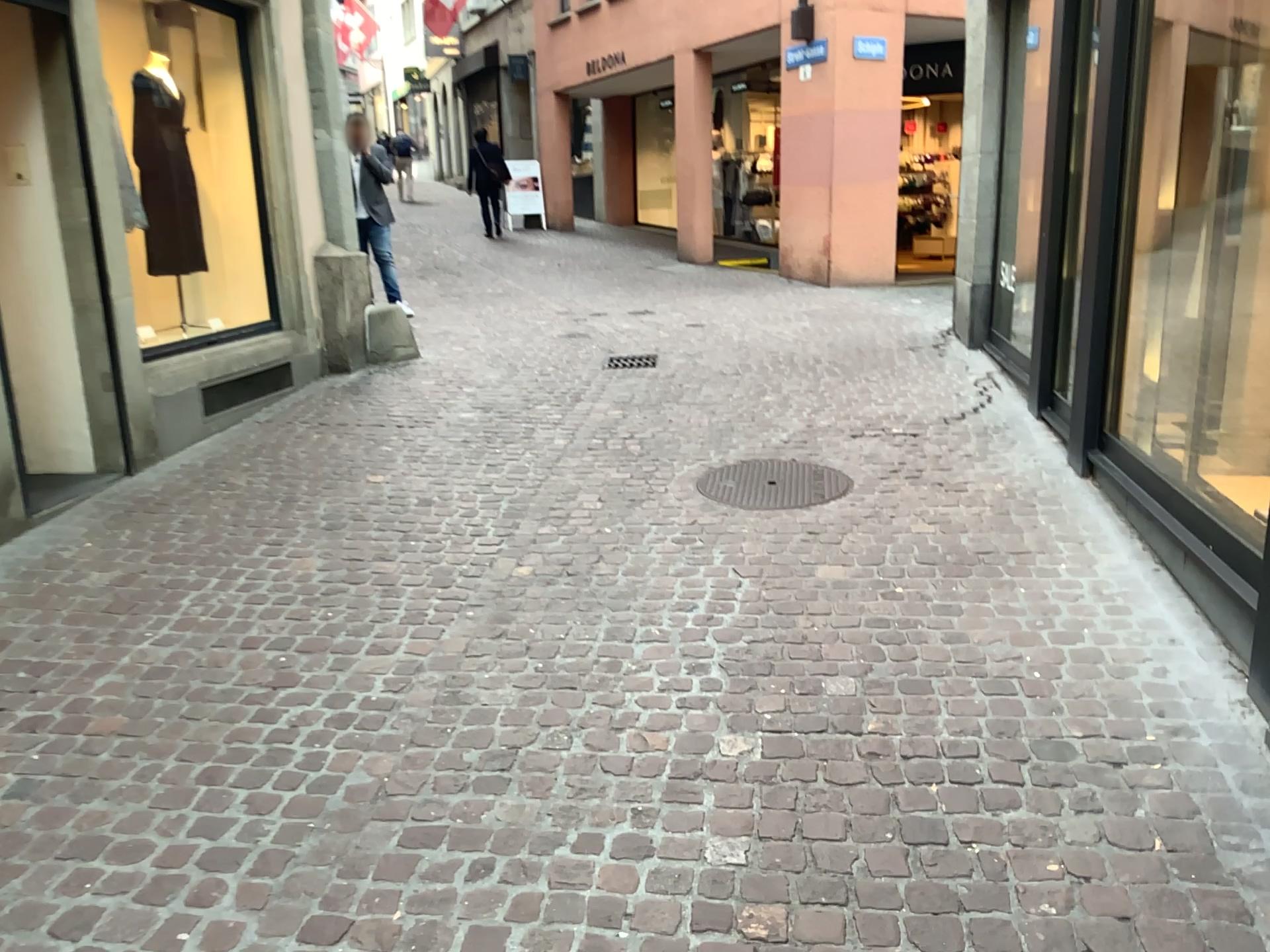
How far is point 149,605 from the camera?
3.73m
